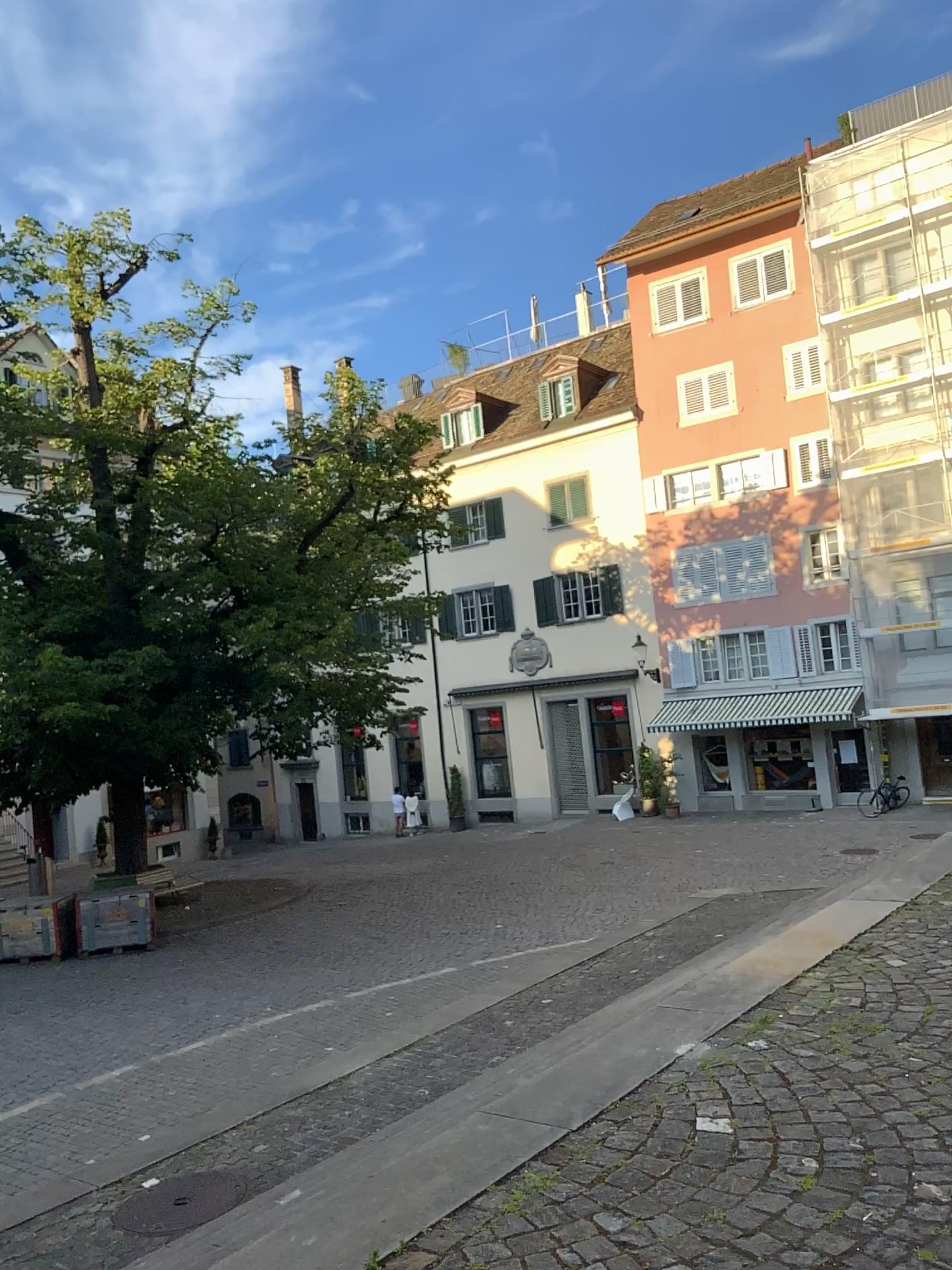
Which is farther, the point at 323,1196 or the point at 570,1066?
the point at 570,1066
